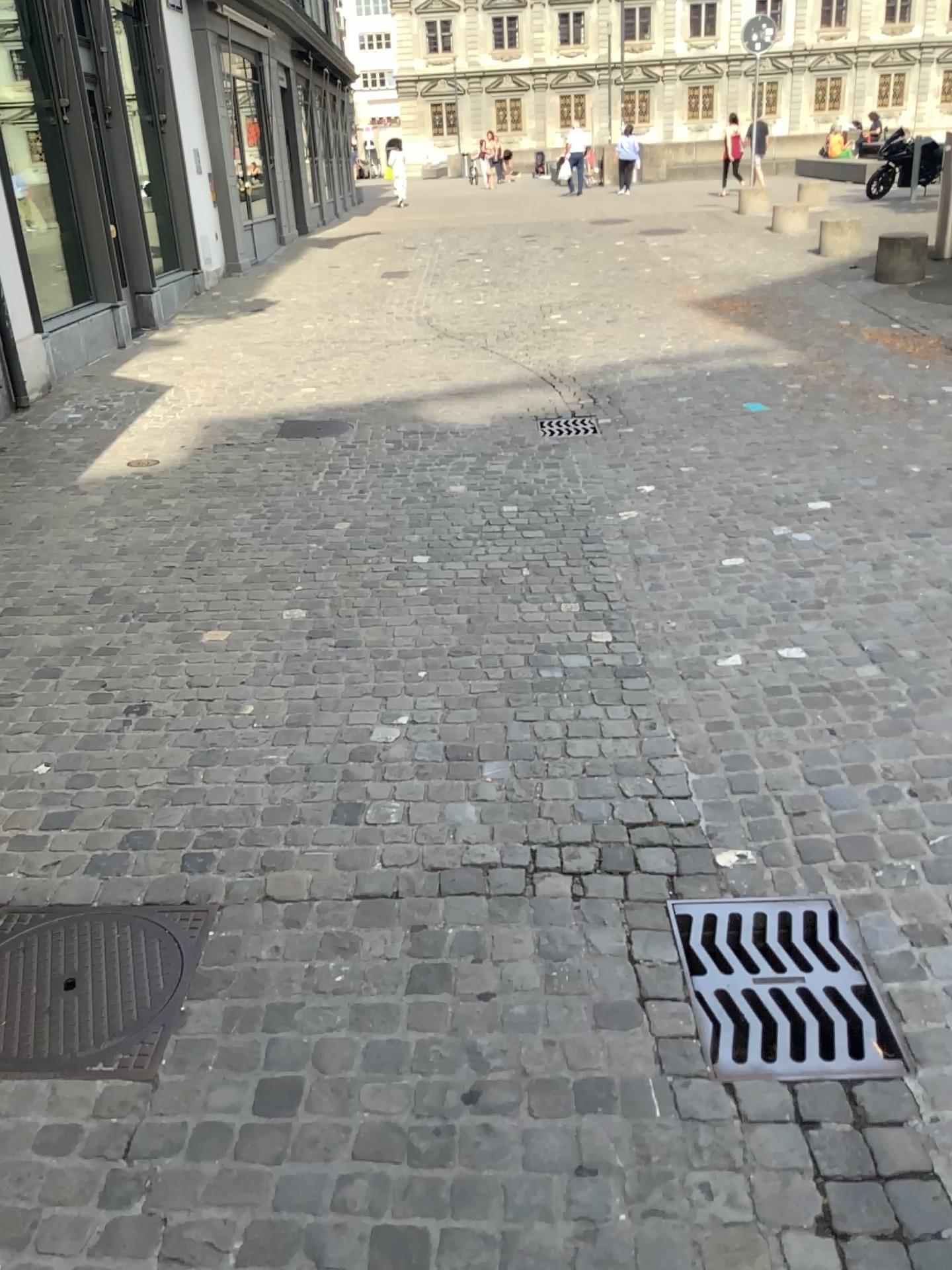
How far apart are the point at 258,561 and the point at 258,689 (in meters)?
1.19
